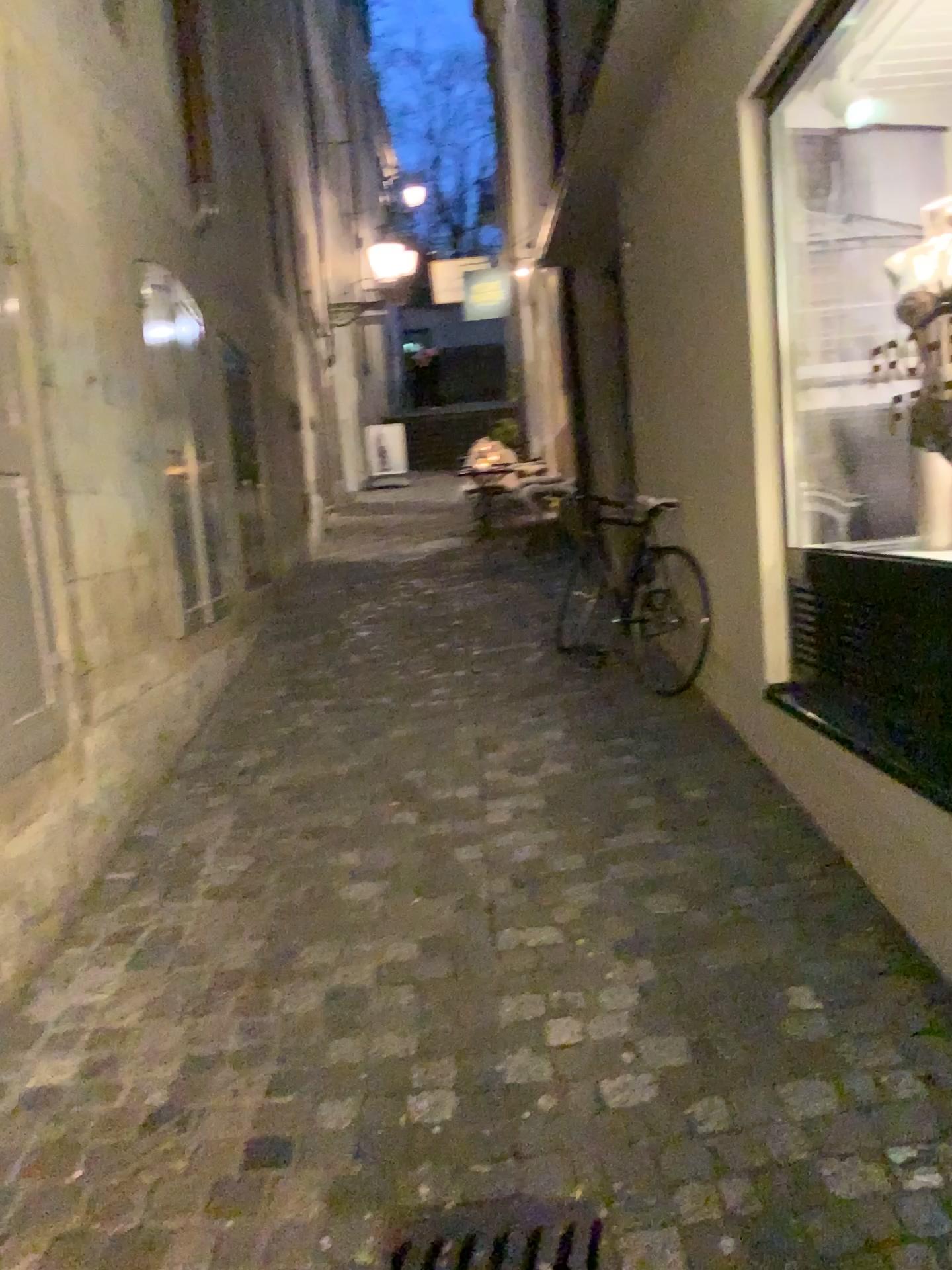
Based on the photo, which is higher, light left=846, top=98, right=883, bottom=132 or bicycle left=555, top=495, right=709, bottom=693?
light left=846, top=98, right=883, bottom=132

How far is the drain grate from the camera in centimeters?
173cm

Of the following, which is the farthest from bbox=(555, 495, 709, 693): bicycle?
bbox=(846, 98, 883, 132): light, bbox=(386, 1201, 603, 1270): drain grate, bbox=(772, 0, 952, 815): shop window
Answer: bbox=(386, 1201, 603, 1270): drain grate

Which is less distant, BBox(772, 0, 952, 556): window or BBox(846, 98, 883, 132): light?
BBox(846, 98, 883, 132): light

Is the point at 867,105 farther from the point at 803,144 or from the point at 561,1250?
the point at 561,1250

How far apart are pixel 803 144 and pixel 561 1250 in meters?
3.2 m

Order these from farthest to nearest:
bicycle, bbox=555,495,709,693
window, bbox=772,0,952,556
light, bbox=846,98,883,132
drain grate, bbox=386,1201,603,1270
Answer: bicycle, bbox=555,495,709,693 < window, bbox=772,0,952,556 < light, bbox=846,98,883,132 < drain grate, bbox=386,1201,603,1270

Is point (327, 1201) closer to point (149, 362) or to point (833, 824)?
point (833, 824)

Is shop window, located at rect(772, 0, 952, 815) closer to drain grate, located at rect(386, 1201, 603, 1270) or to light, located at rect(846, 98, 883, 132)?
light, located at rect(846, 98, 883, 132)

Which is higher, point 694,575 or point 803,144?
point 803,144
